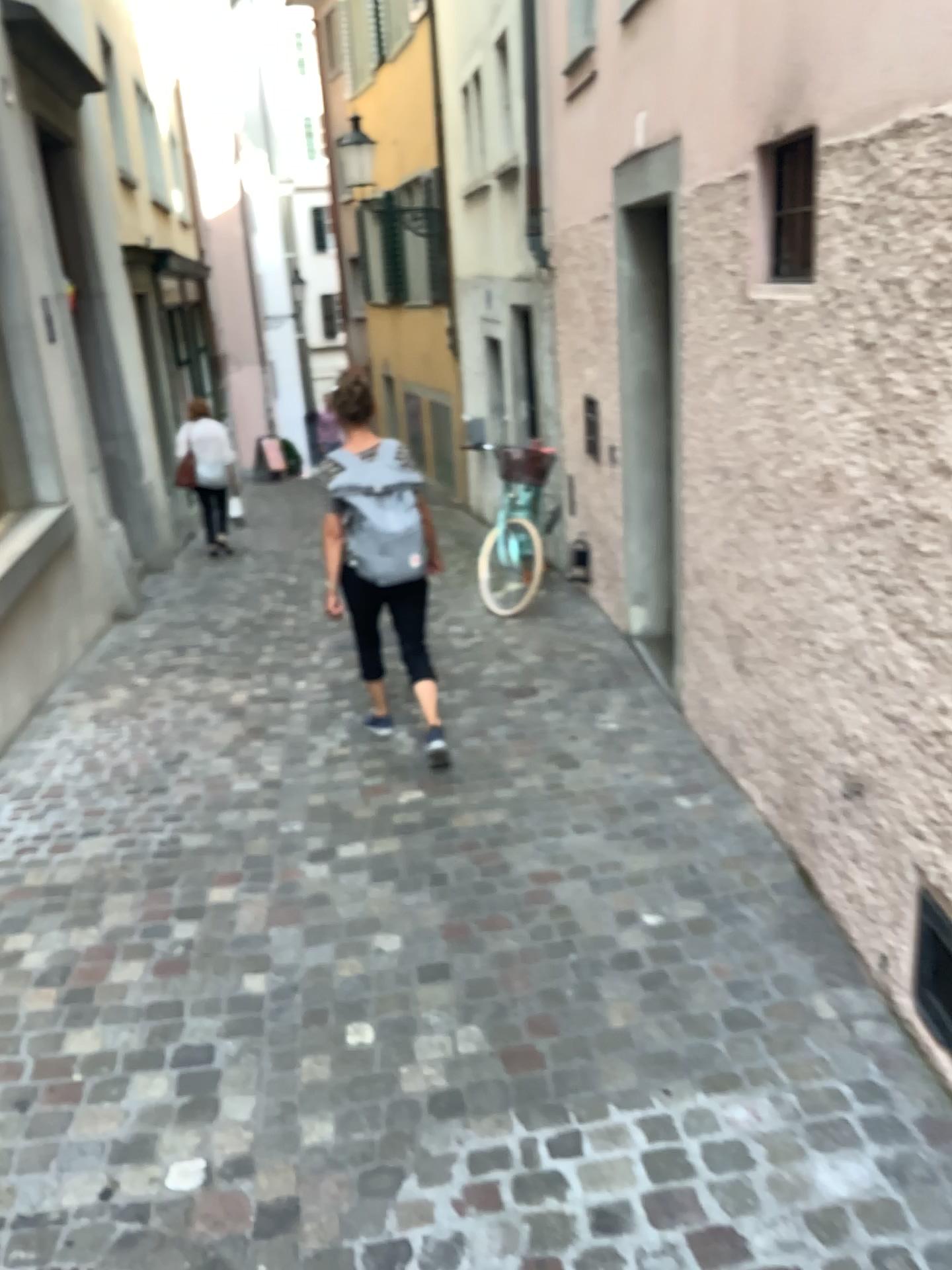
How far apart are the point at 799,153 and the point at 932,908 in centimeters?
173cm

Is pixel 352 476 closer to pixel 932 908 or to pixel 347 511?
pixel 347 511

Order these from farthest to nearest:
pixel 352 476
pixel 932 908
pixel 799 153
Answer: pixel 352 476 < pixel 799 153 < pixel 932 908

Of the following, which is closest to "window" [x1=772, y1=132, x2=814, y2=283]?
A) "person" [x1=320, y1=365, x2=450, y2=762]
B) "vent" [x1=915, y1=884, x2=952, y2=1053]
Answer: "vent" [x1=915, y1=884, x2=952, y2=1053]

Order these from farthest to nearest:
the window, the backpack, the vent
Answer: the backpack < the window < the vent

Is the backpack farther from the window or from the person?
the window

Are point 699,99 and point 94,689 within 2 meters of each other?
no

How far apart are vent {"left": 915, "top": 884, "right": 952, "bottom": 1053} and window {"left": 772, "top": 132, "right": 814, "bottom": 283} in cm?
148

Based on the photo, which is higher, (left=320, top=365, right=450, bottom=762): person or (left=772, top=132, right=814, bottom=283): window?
(left=772, top=132, right=814, bottom=283): window

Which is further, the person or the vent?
the person
